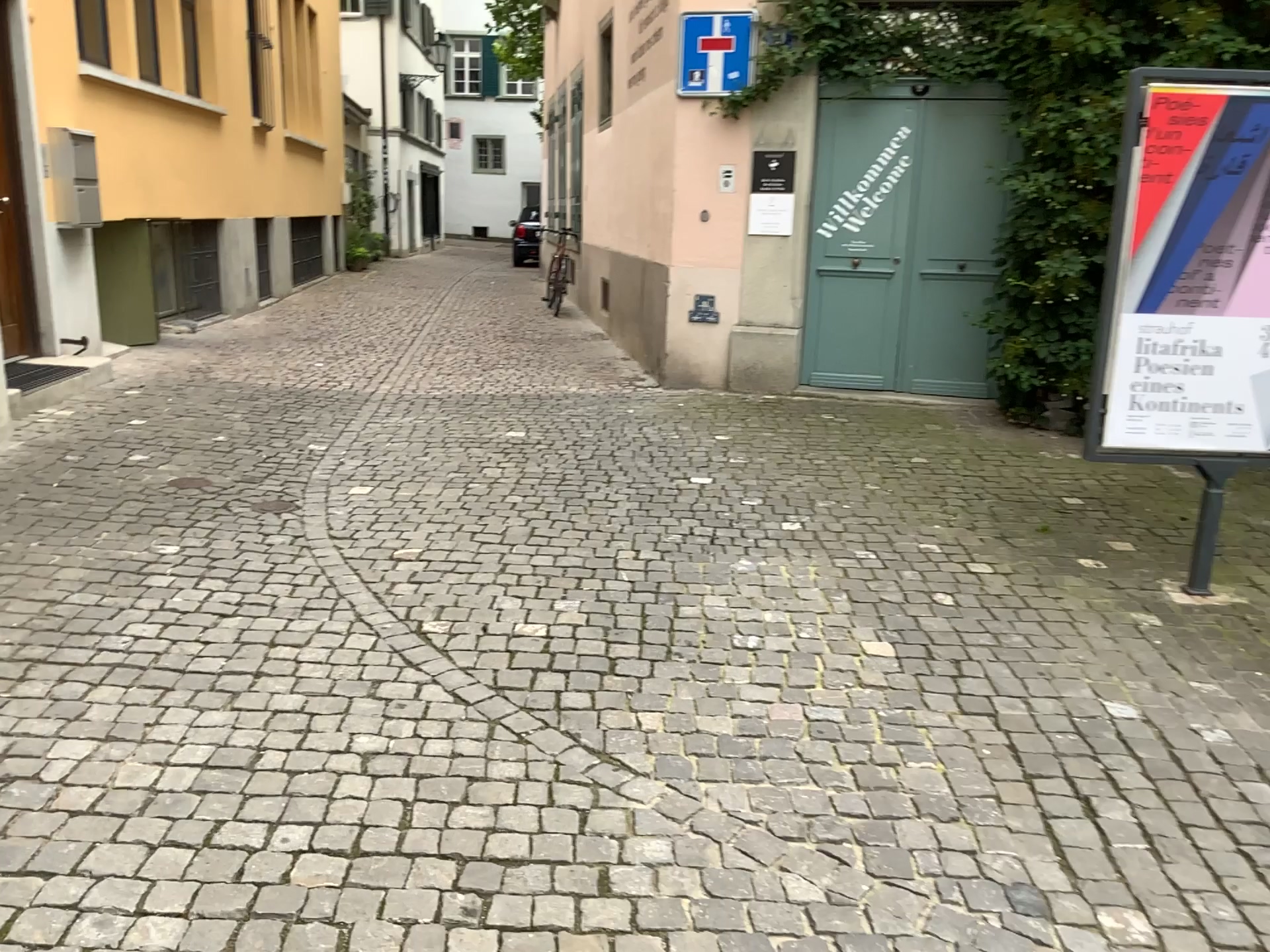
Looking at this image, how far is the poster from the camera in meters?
3.7

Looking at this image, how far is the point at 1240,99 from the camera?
3.7 meters

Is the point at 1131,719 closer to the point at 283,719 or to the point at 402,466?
the point at 283,719
